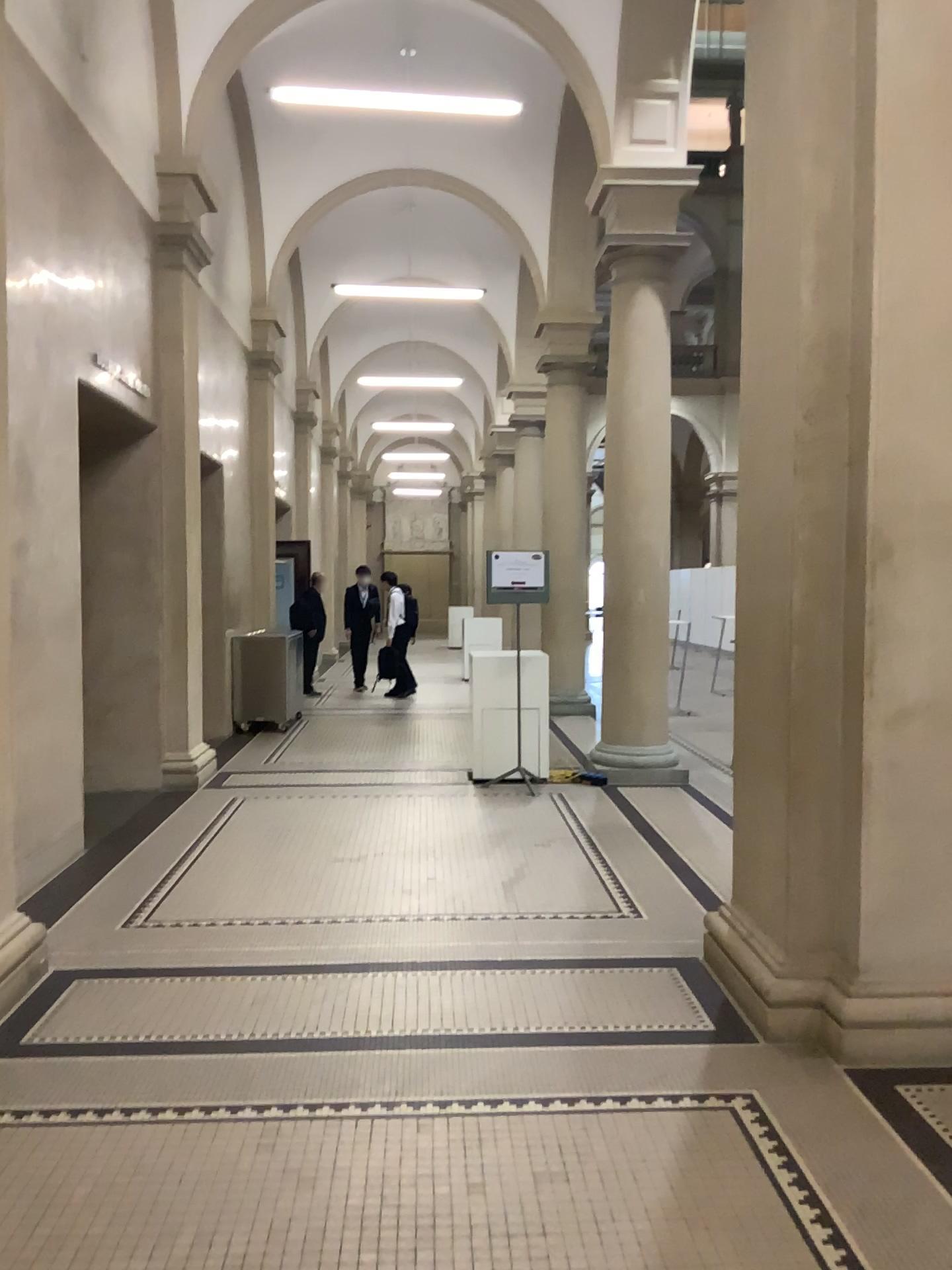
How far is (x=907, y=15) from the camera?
3.4 meters

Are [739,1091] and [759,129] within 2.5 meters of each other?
no

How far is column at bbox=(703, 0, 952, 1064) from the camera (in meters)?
3.39
